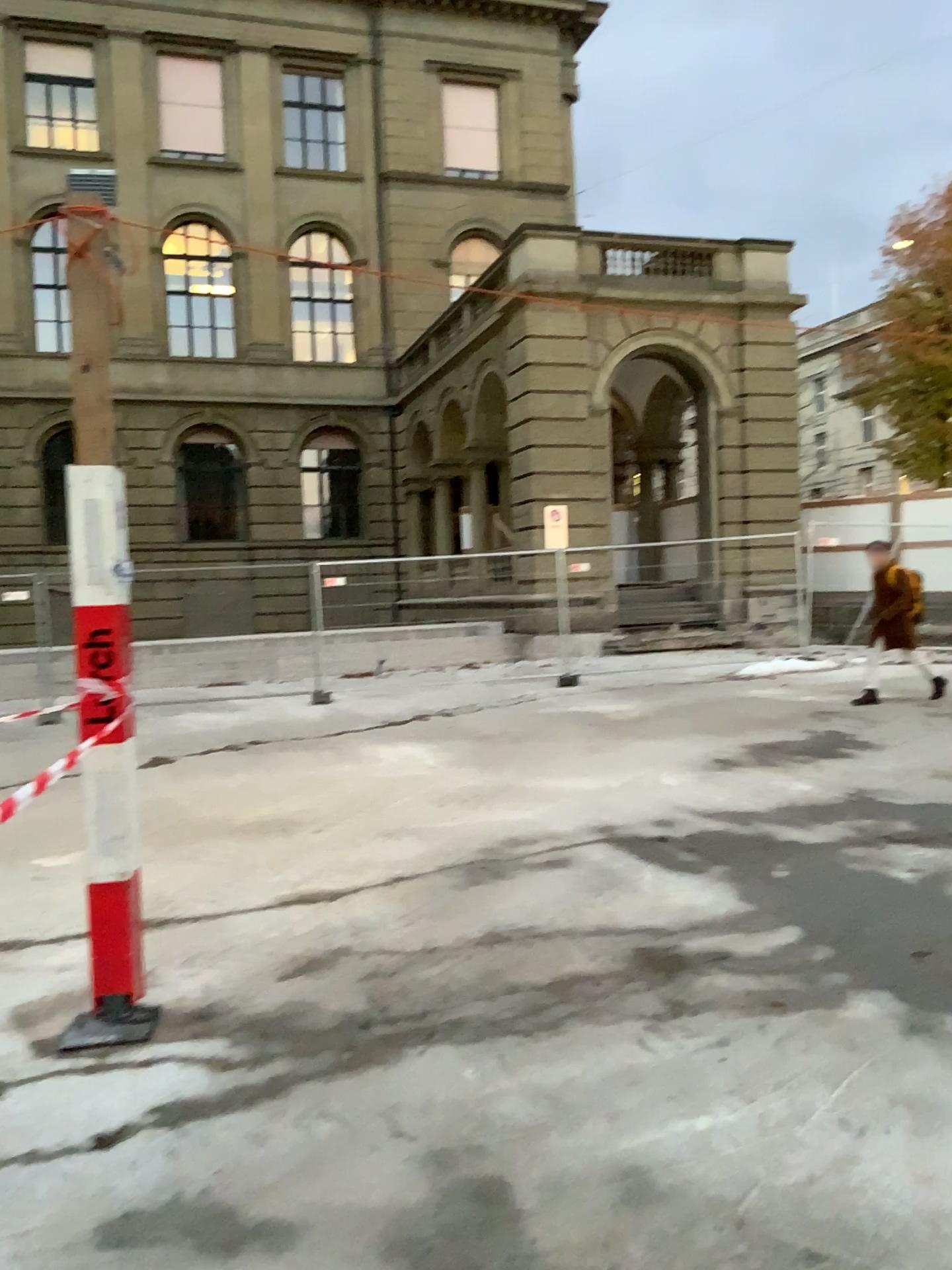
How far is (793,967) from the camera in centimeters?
387cm
